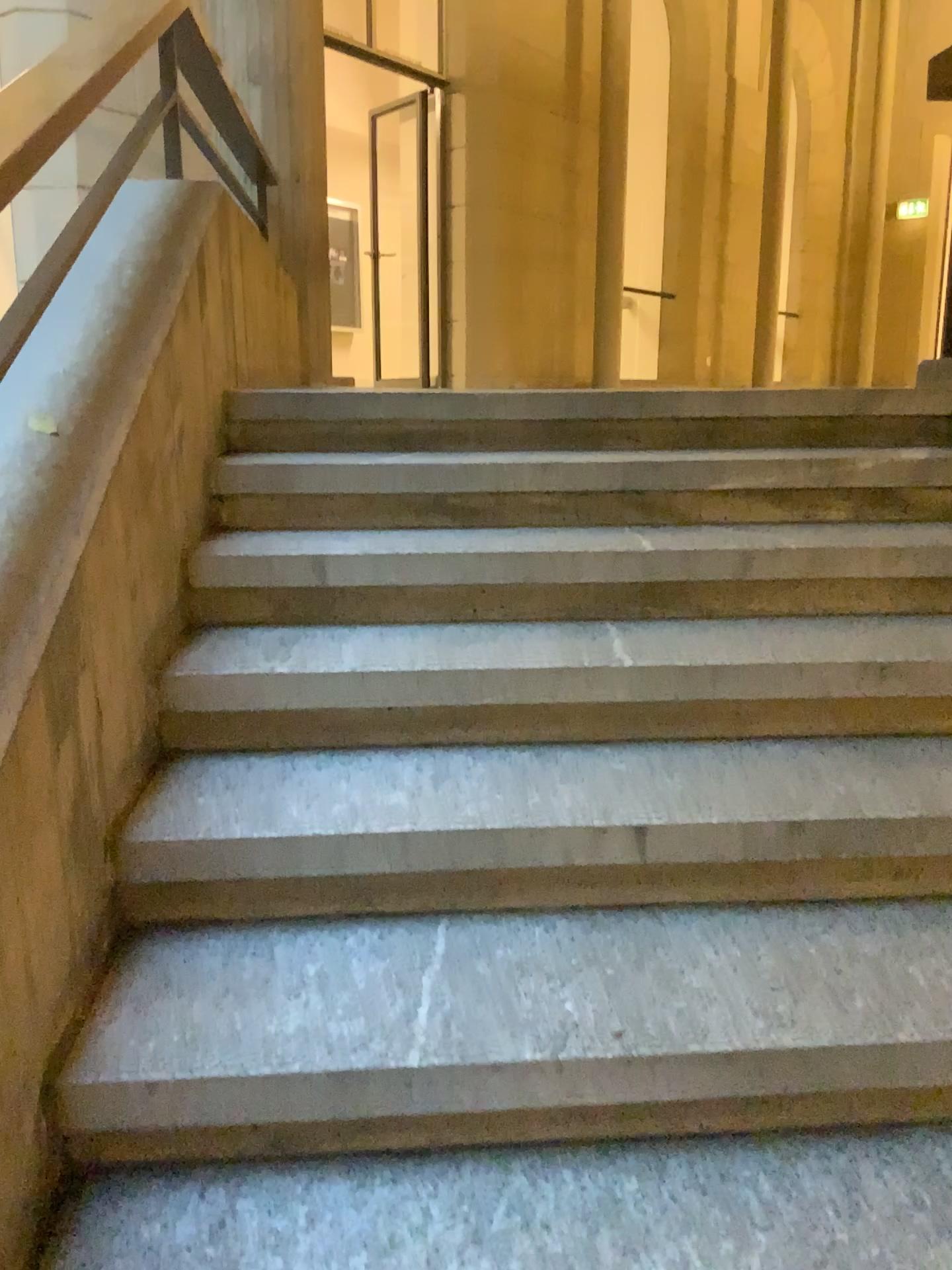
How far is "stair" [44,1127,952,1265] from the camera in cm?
116

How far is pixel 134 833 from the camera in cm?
153

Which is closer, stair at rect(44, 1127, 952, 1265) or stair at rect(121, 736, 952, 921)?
stair at rect(44, 1127, 952, 1265)

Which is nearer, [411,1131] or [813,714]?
[411,1131]

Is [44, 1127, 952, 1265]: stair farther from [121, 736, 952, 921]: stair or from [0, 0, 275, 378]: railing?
[0, 0, 275, 378]: railing

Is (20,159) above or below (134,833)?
above

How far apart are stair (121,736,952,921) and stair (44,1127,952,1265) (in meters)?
0.36

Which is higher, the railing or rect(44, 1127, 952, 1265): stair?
the railing

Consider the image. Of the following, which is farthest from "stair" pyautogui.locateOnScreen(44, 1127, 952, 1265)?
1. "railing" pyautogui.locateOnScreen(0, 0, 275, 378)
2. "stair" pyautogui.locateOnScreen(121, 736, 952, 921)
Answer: "railing" pyautogui.locateOnScreen(0, 0, 275, 378)

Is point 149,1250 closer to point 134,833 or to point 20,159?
point 134,833
